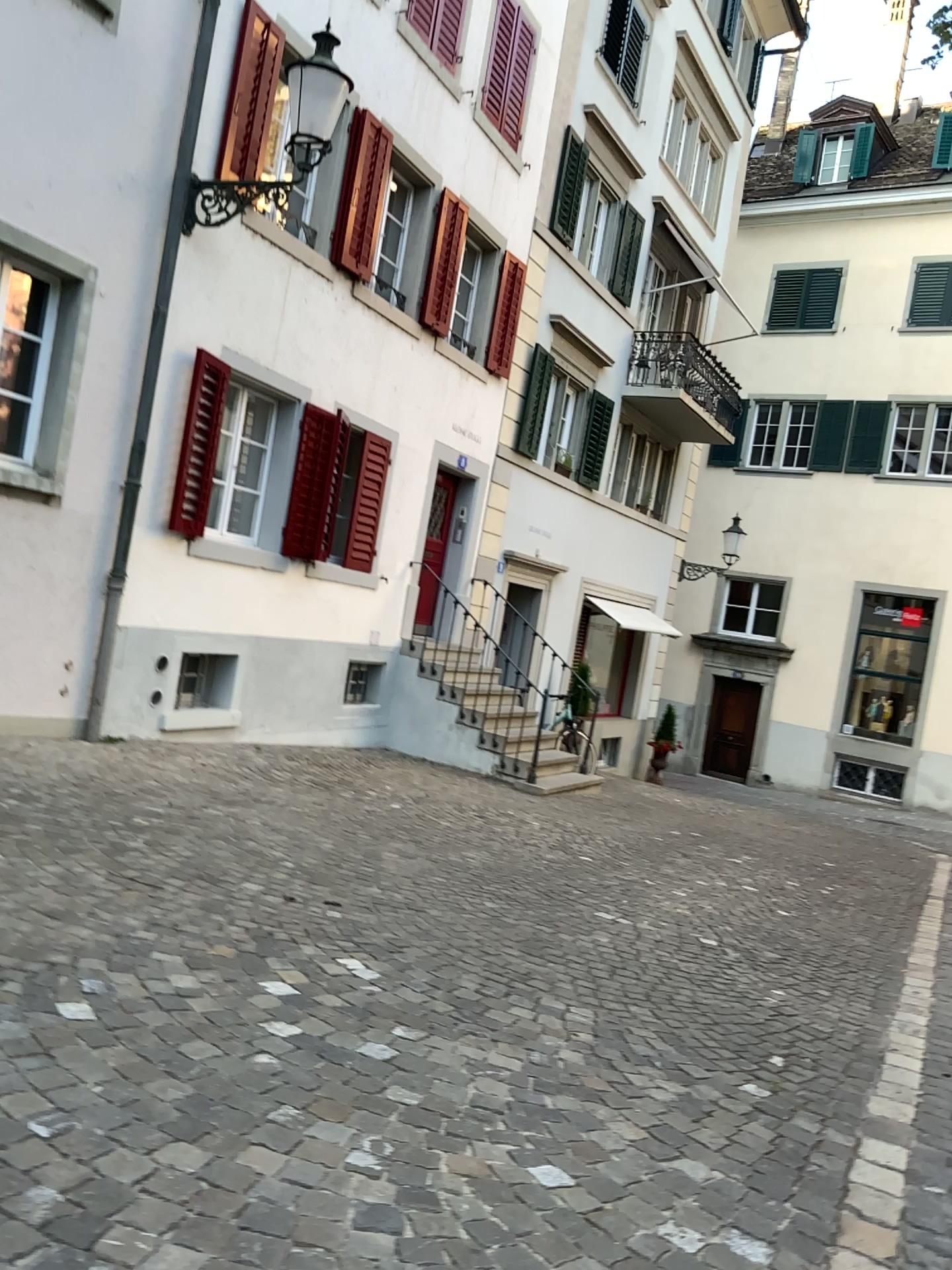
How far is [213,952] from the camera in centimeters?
347cm
